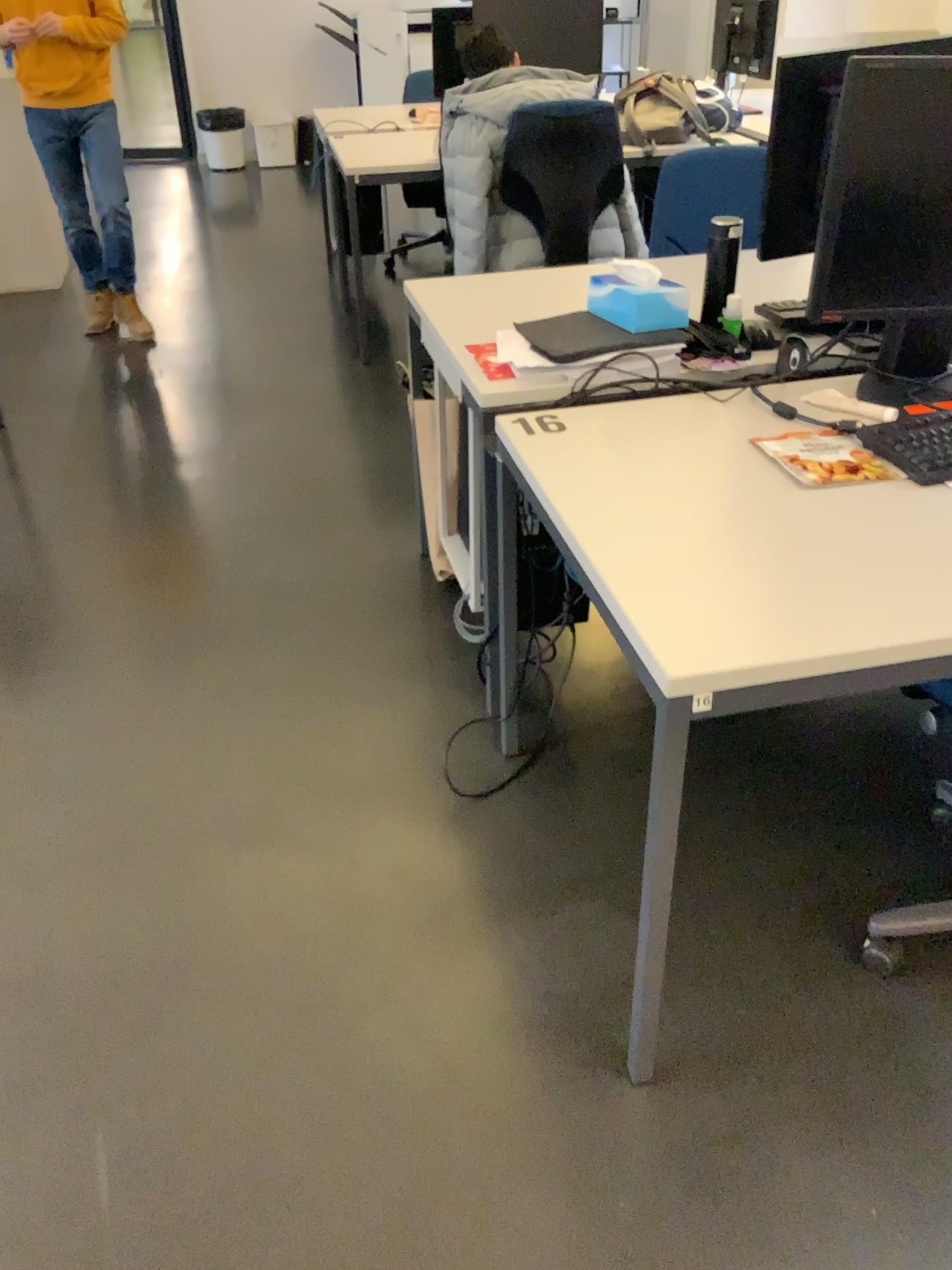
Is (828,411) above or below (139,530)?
above

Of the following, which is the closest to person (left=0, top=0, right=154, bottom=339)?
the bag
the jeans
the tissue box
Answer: the jeans

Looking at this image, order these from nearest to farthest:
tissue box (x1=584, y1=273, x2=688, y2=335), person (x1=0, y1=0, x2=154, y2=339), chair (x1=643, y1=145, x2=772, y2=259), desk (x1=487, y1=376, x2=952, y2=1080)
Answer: desk (x1=487, y1=376, x2=952, y2=1080) < tissue box (x1=584, y1=273, x2=688, y2=335) < chair (x1=643, y1=145, x2=772, y2=259) < person (x1=0, y1=0, x2=154, y2=339)

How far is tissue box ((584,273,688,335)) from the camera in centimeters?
197cm

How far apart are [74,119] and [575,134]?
2.0 meters

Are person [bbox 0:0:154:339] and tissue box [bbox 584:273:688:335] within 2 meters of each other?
no

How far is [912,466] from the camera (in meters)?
1.61

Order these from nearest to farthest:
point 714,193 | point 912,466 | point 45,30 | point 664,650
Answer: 1. point 664,650
2. point 912,466
3. point 714,193
4. point 45,30

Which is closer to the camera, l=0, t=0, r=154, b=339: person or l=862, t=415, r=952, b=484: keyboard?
l=862, t=415, r=952, b=484: keyboard

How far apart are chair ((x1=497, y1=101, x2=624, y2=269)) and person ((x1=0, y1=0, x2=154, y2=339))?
1.7m
